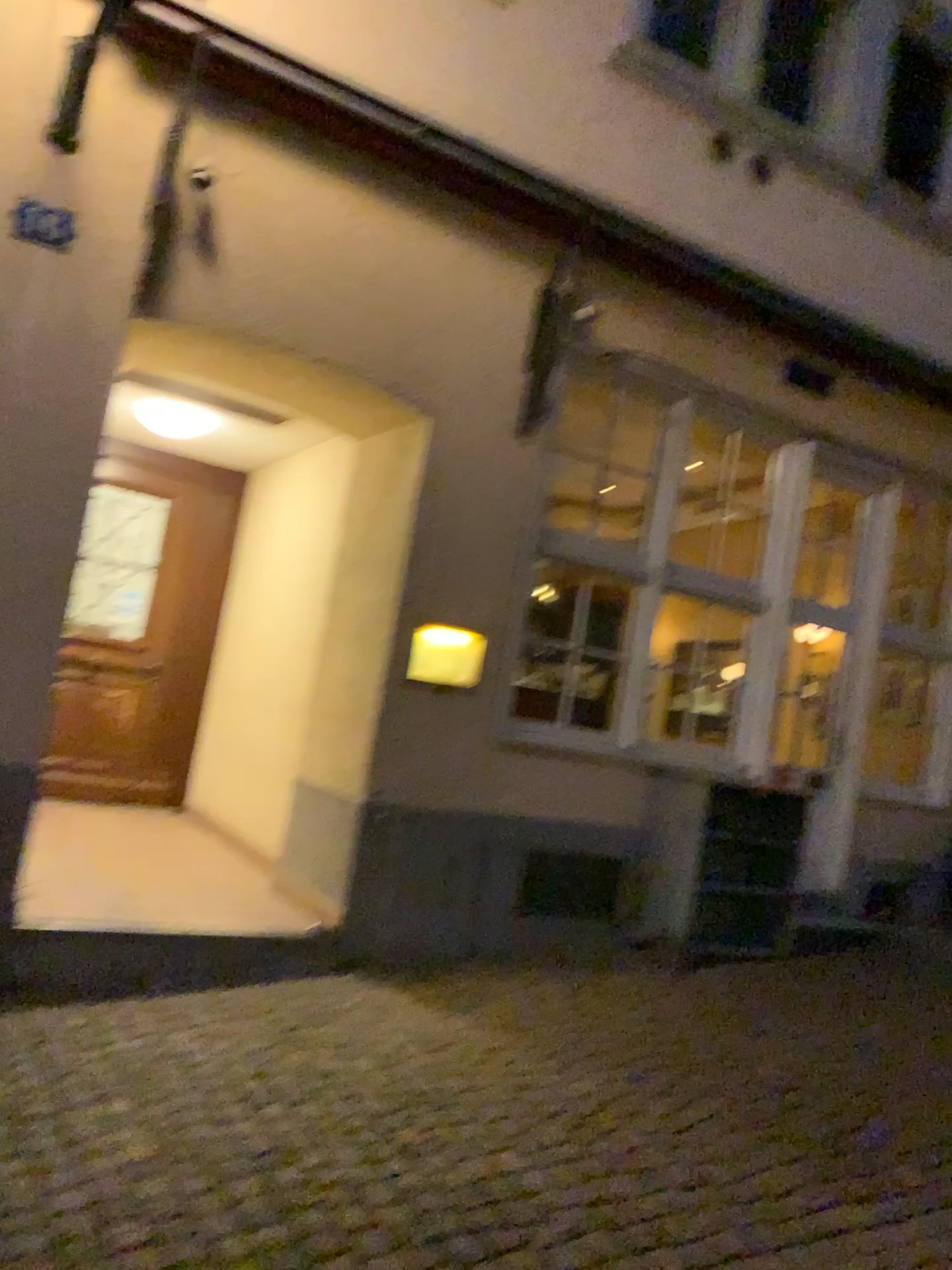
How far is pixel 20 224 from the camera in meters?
3.9

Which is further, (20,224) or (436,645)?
(436,645)

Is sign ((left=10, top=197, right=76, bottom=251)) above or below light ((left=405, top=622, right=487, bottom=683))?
above

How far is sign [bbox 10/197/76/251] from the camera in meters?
3.9 m

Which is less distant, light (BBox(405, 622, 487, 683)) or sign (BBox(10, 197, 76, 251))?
sign (BBox(10, 197, 76, 251))

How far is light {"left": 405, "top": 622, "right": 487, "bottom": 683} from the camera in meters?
4.9 m

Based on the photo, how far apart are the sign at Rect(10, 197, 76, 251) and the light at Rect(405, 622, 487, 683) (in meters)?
2.19

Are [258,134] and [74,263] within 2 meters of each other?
yes

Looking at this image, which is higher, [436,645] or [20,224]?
[20,224]
